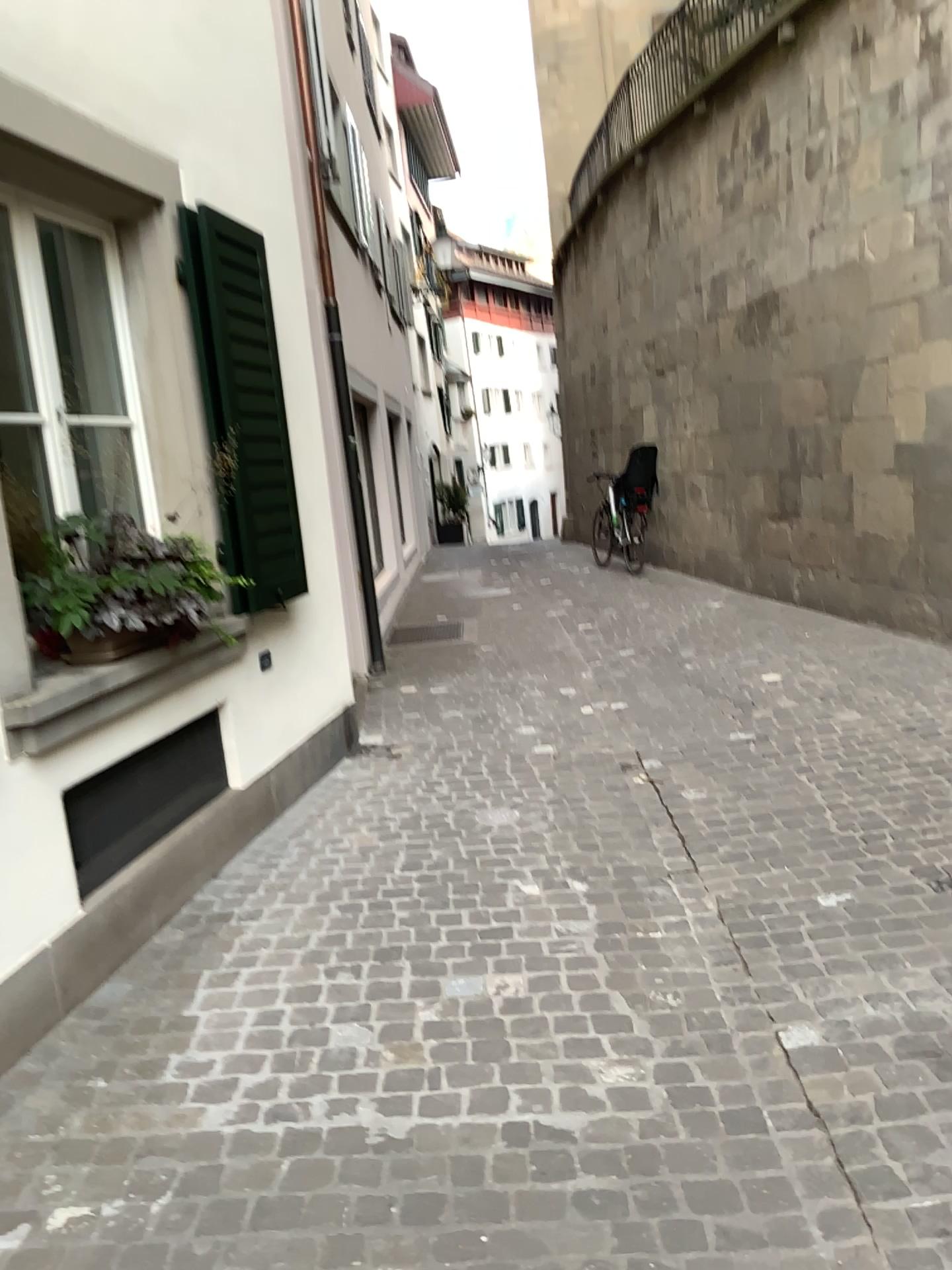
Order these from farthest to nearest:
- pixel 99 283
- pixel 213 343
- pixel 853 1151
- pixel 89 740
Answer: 1. pixel 213 343
2. pixel 99 283
3. pixel 89 740
4. pixel 853 1151

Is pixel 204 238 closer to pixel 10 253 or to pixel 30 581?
pixel 10 253

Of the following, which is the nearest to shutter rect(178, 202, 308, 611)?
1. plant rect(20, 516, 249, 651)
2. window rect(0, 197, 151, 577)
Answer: window rect(0, 197, 151, 577)

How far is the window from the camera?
3.2m

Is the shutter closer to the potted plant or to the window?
the window

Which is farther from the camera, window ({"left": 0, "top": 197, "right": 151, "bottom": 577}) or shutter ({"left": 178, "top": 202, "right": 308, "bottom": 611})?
shutter ({"left": 178, "top": 202, "right": 308, "bottom": 611})

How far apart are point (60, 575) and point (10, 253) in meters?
1.0

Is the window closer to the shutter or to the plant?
the plant

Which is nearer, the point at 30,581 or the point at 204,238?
the point at 30,581

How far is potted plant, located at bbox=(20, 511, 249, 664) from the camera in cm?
314
